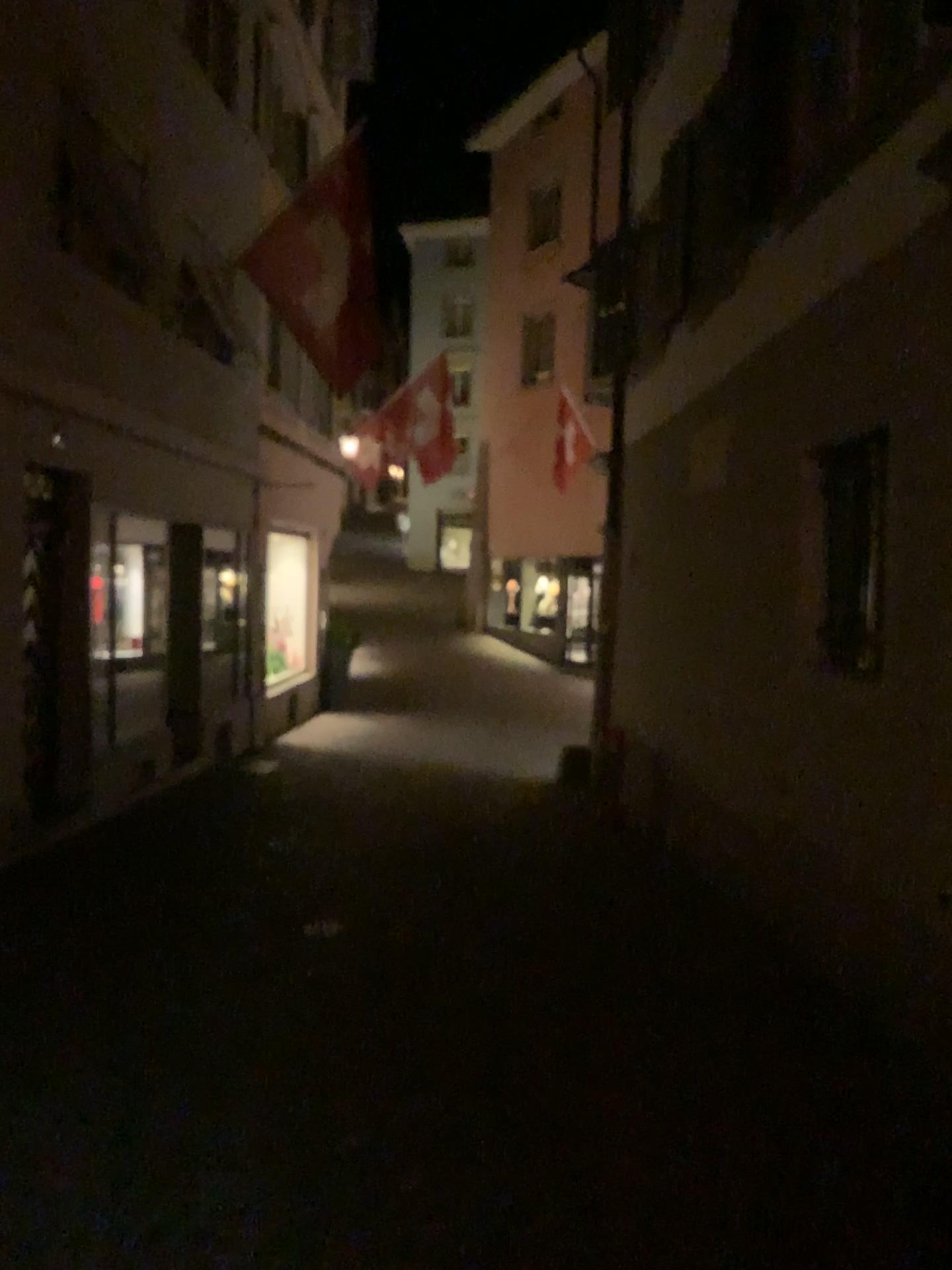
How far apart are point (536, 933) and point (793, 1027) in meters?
1.6
